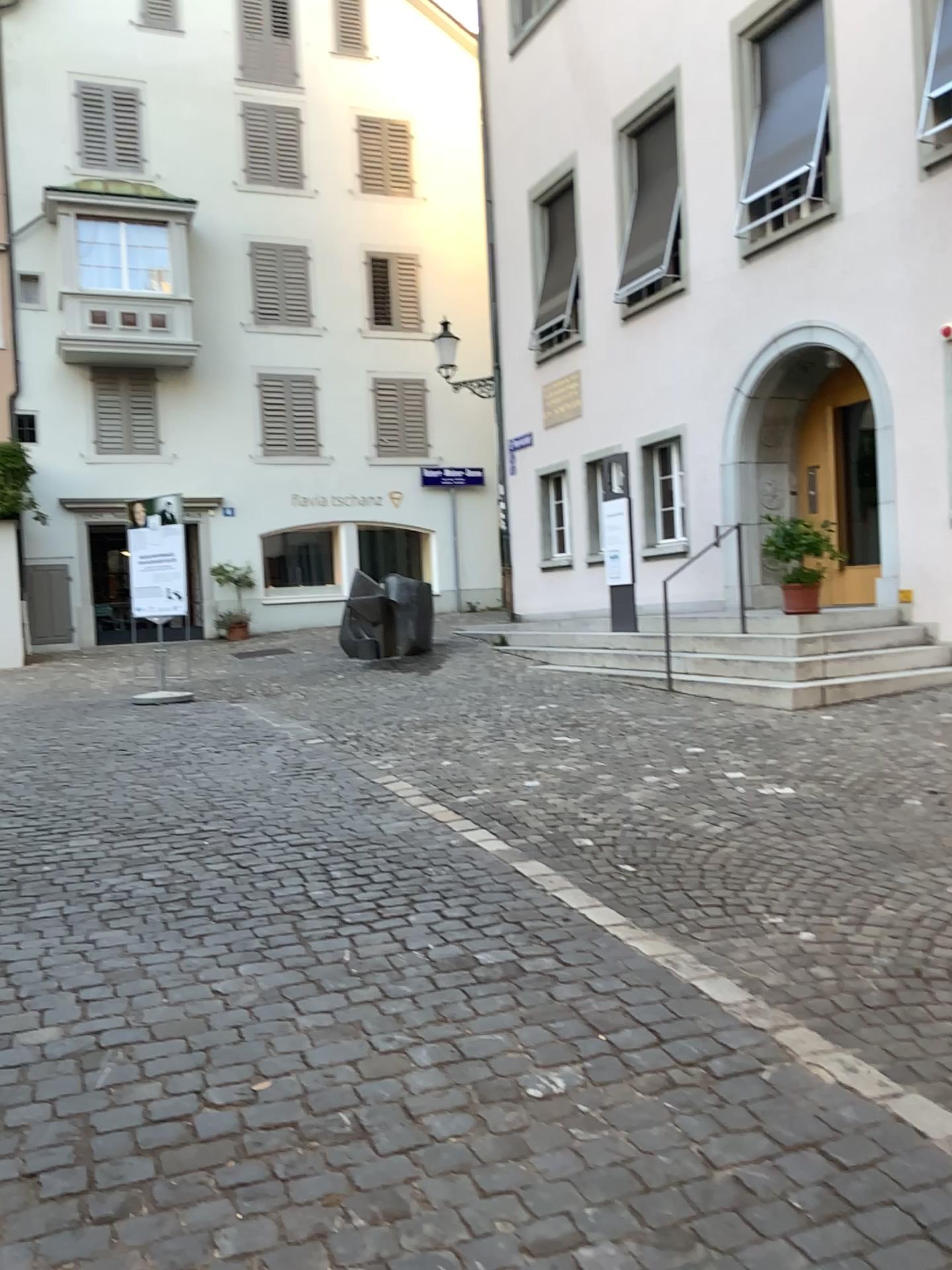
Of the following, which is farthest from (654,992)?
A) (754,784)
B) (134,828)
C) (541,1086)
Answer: (134,828)
